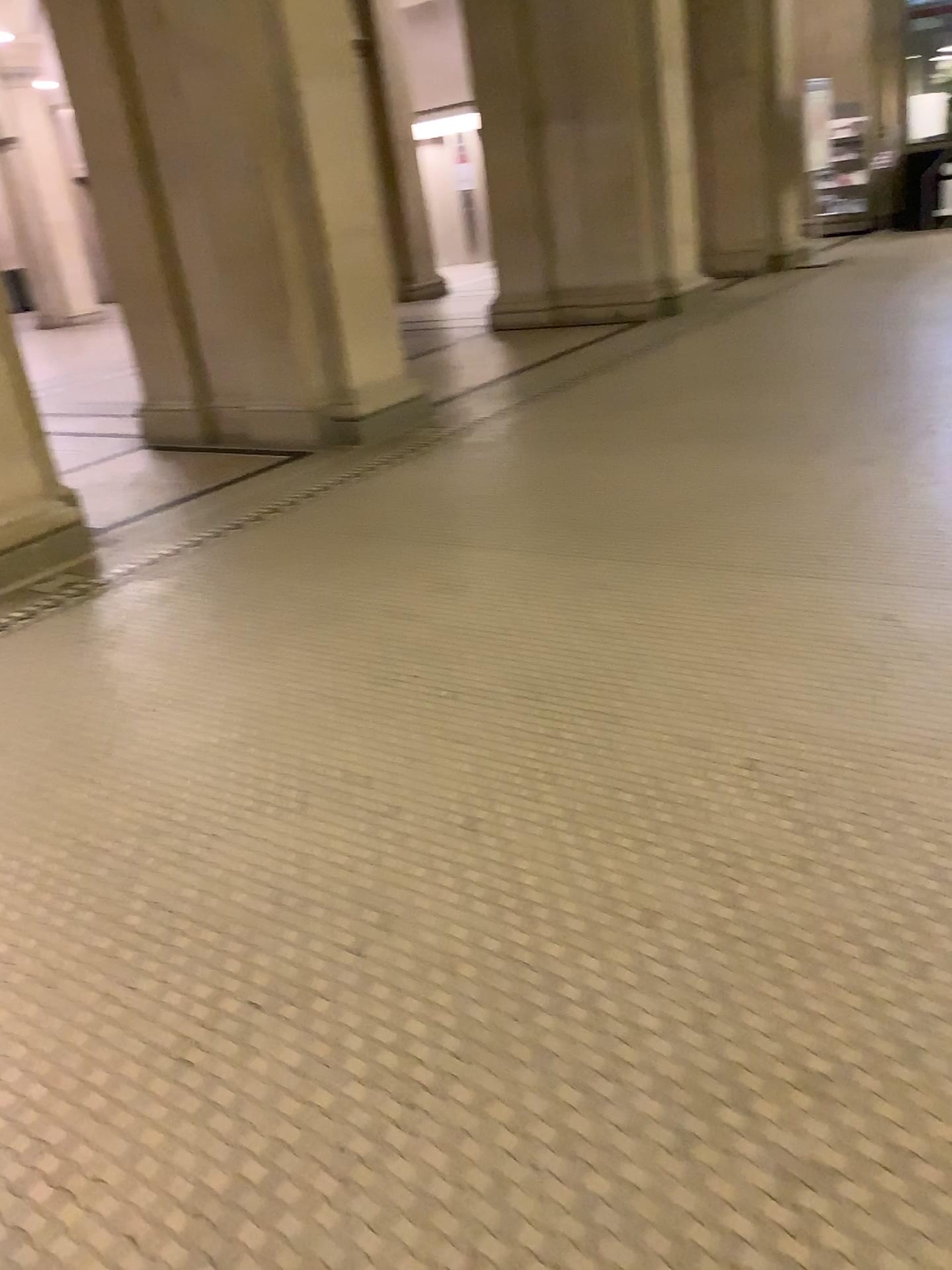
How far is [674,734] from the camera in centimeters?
264cm

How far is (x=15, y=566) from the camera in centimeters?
470cm

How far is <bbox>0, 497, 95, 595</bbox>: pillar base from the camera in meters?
4.7
